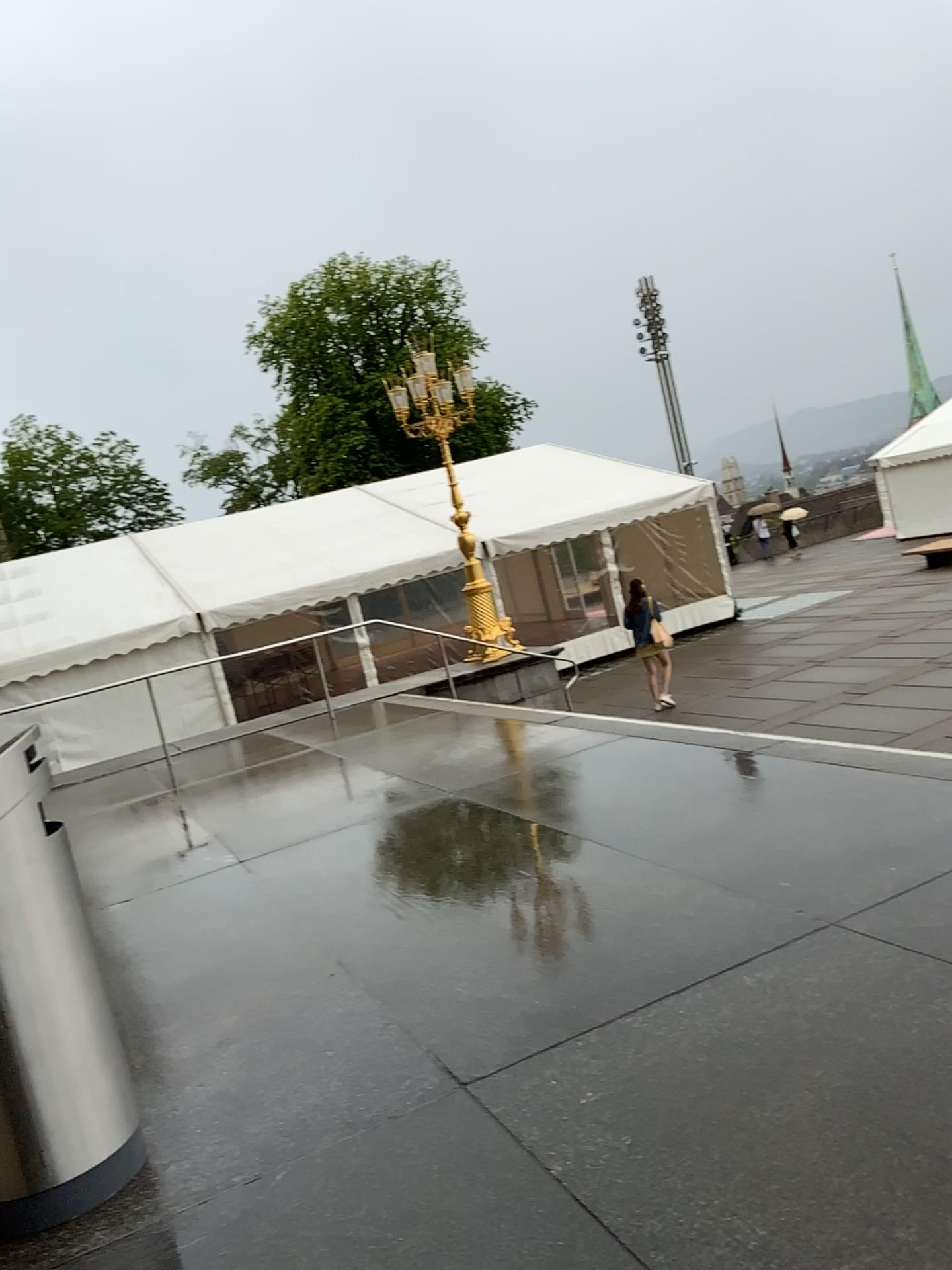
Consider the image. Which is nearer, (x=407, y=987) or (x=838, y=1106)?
(x=838, y=1106)
